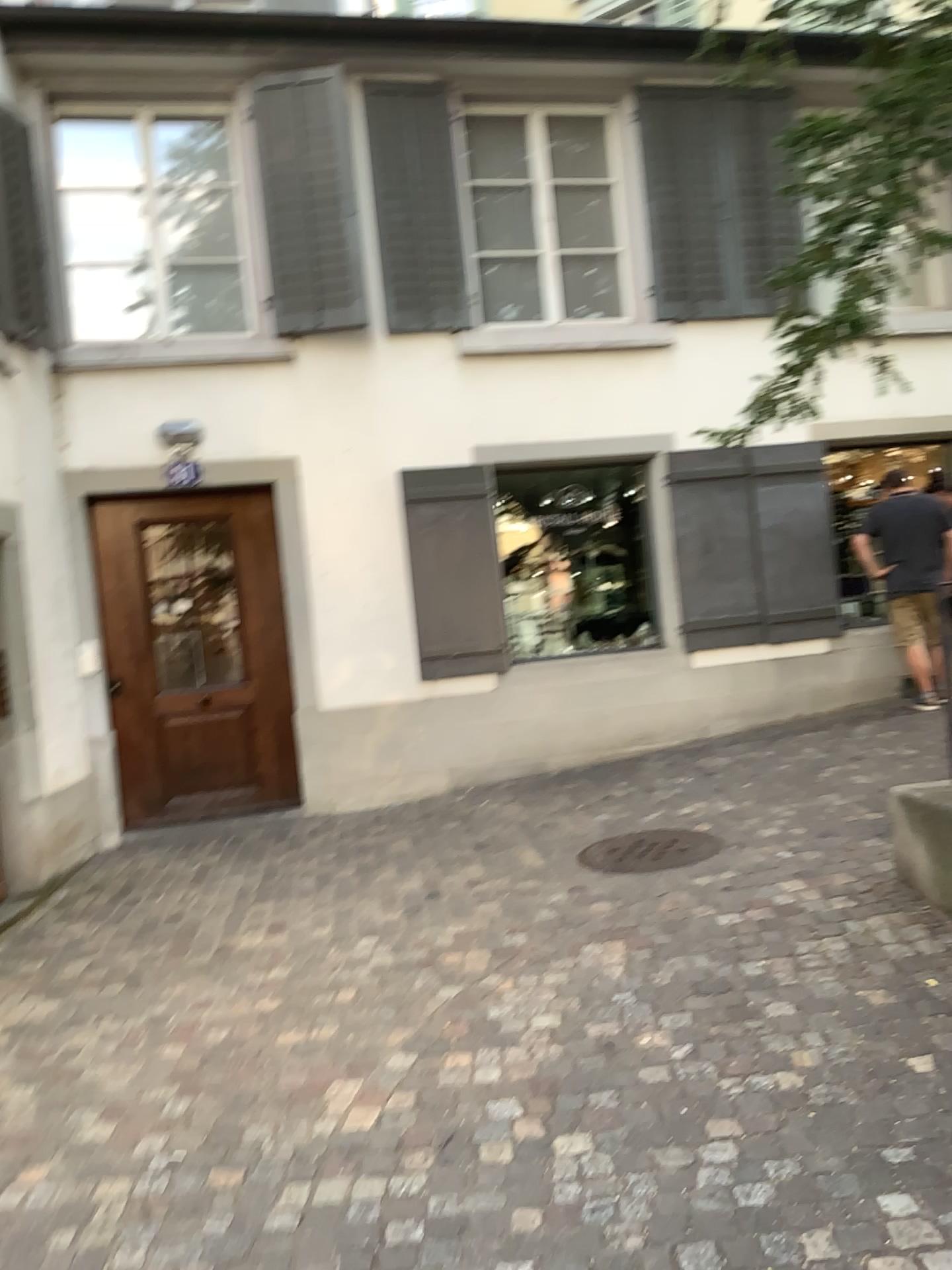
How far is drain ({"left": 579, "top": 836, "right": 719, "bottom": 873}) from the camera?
4.9 meters

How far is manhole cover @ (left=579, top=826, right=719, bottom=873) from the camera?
4.9m

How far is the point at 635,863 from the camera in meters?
4.9

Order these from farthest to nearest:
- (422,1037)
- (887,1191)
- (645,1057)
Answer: (422,1037)
(645,1057)
(887,1191)

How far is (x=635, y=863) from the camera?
4.94m
